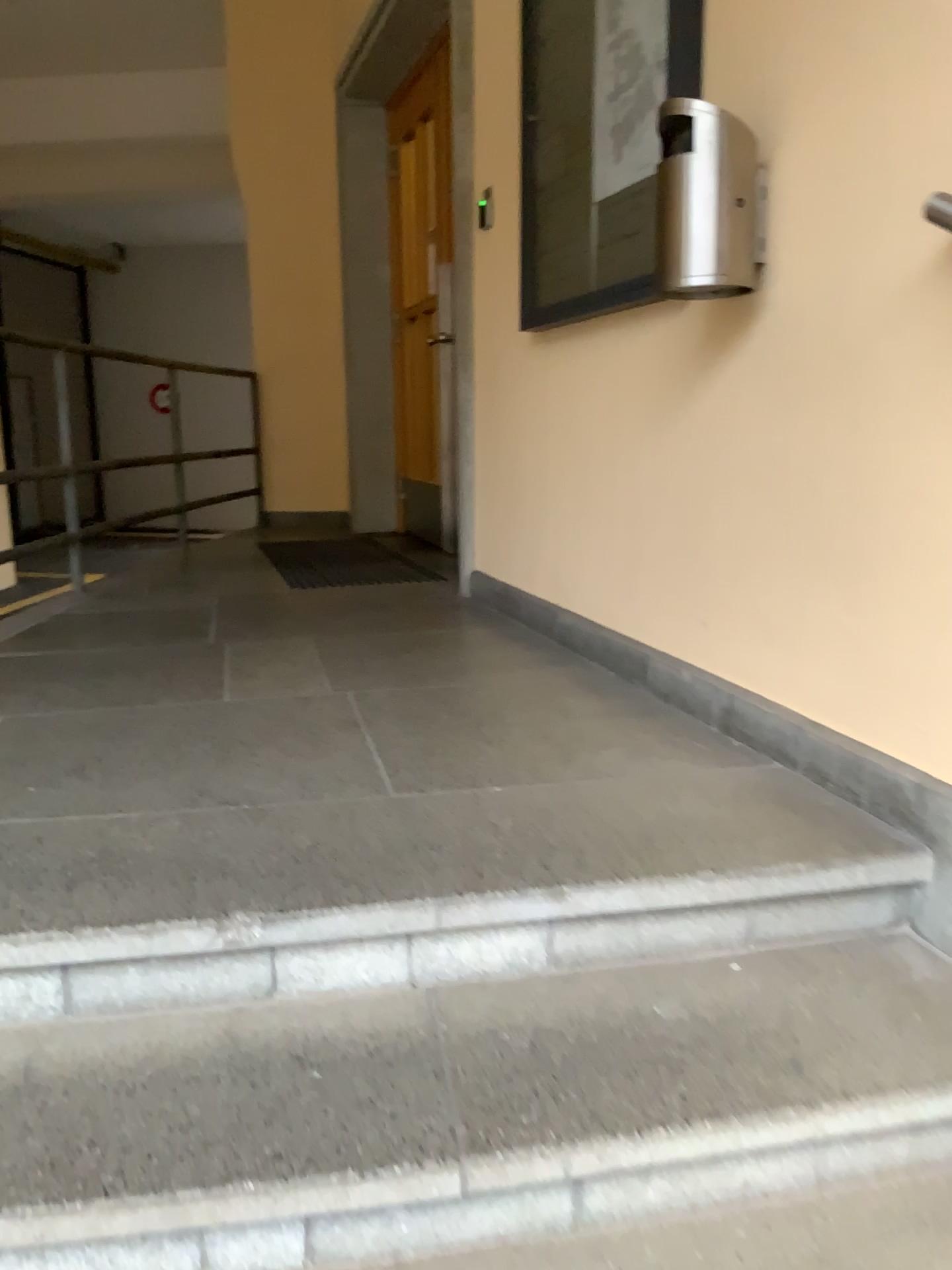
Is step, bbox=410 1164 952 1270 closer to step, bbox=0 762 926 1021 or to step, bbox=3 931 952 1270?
step, bbox=3 931 952 1270

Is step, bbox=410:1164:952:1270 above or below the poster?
below

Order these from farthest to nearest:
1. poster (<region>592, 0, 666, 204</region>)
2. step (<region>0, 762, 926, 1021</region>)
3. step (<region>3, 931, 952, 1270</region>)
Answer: poster (<region>592, 0, 666, 204</region>) < step (<region>0, 762, 926, 1021</region>) < step (<region>3, 931, 952, 1270</region>)

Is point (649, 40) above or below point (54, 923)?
above

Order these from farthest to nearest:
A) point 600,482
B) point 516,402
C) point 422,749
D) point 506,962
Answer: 1. point 516,402
2. point 600,482
3. point 422,749
4. point 506,962

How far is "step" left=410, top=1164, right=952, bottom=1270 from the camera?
1.20m

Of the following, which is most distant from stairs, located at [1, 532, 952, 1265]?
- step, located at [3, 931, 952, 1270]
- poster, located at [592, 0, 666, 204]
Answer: poster, located at [592, 0, 666, 204]

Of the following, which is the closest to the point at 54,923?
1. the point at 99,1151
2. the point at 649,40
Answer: the point at 99,1151

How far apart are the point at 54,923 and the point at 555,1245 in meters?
0.7

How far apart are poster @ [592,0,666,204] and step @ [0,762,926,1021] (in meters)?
1.38
